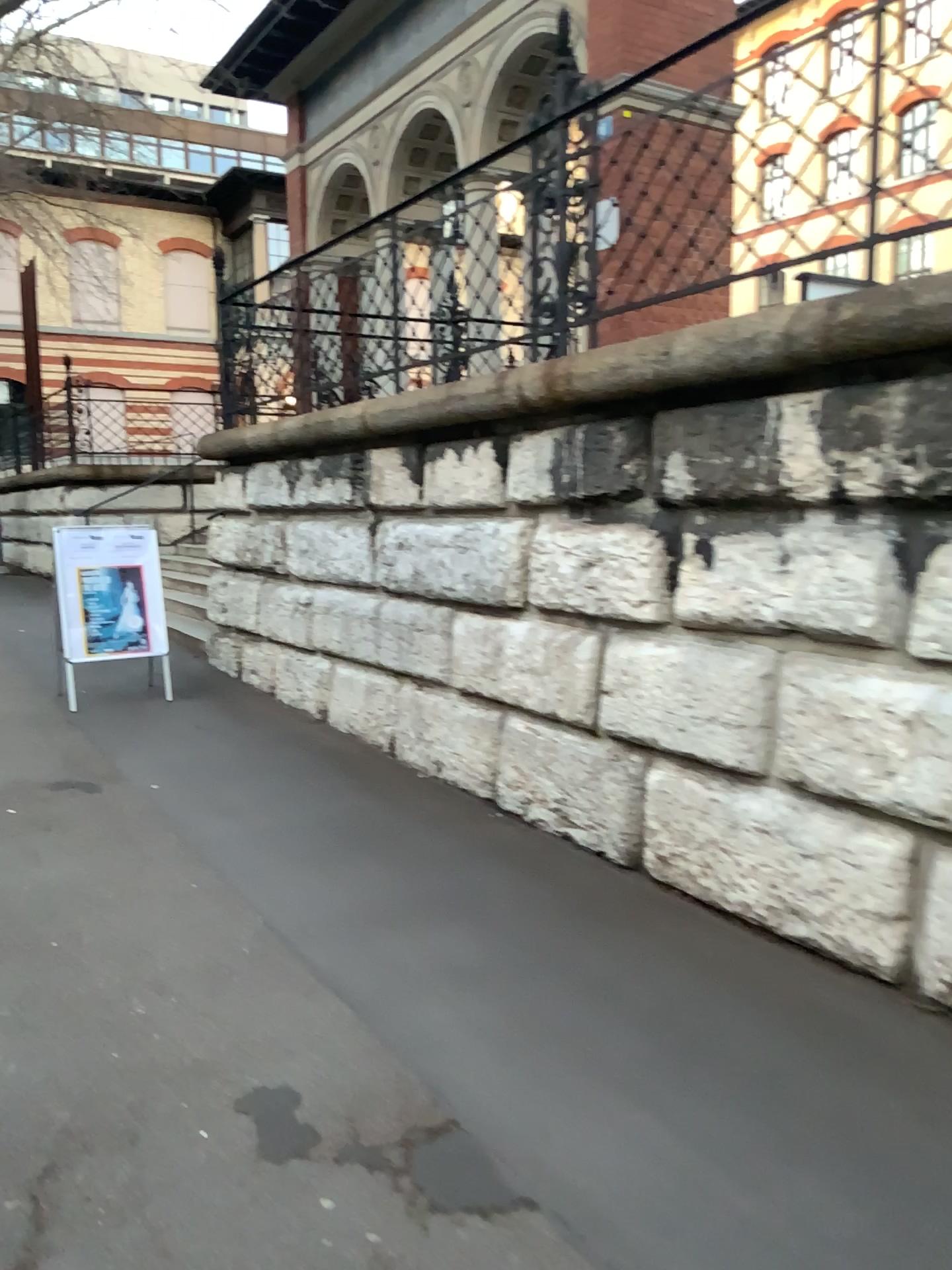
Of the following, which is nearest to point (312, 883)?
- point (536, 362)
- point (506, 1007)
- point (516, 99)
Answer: point (506, 1007)
